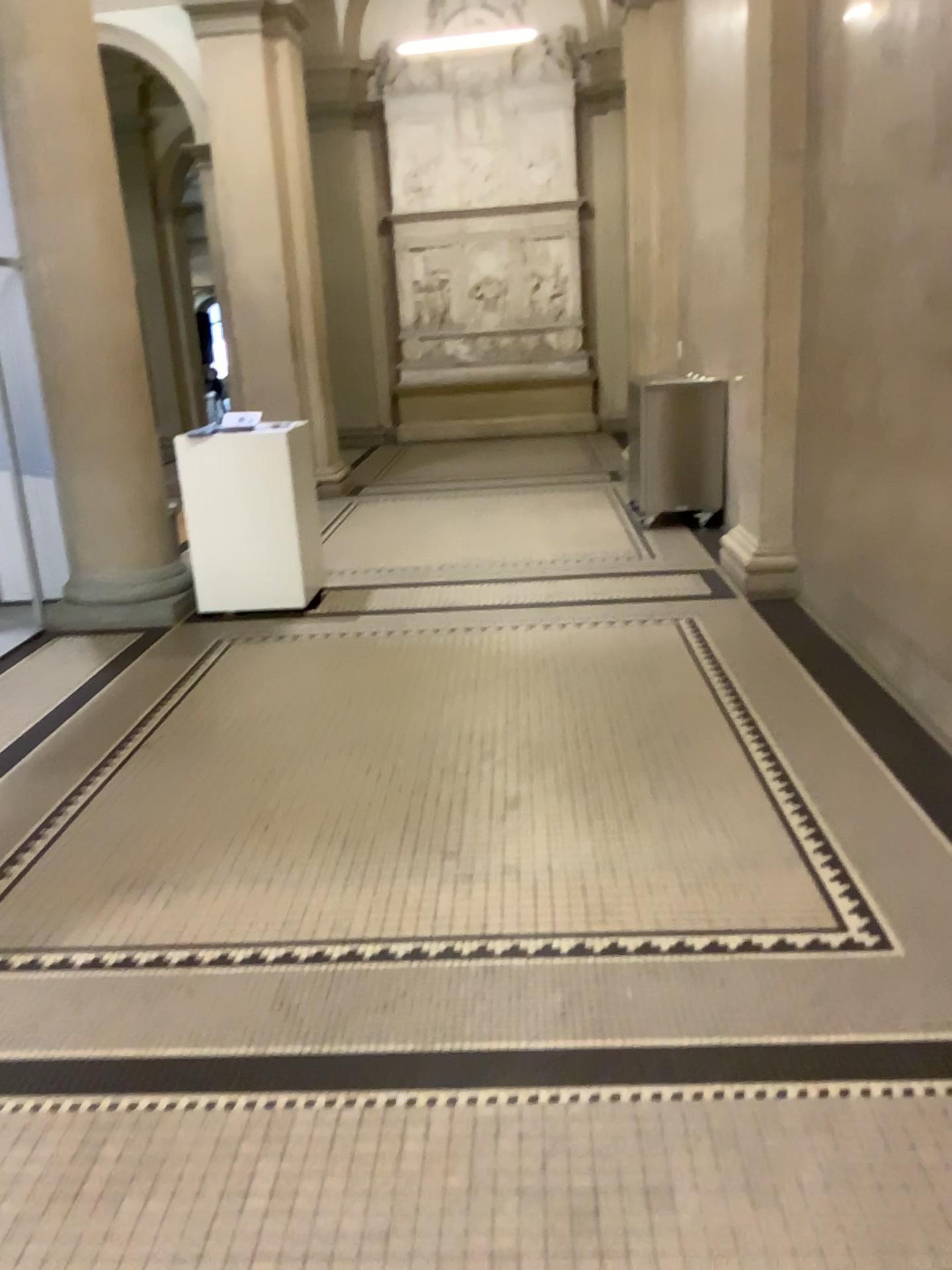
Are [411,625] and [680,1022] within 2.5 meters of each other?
no
